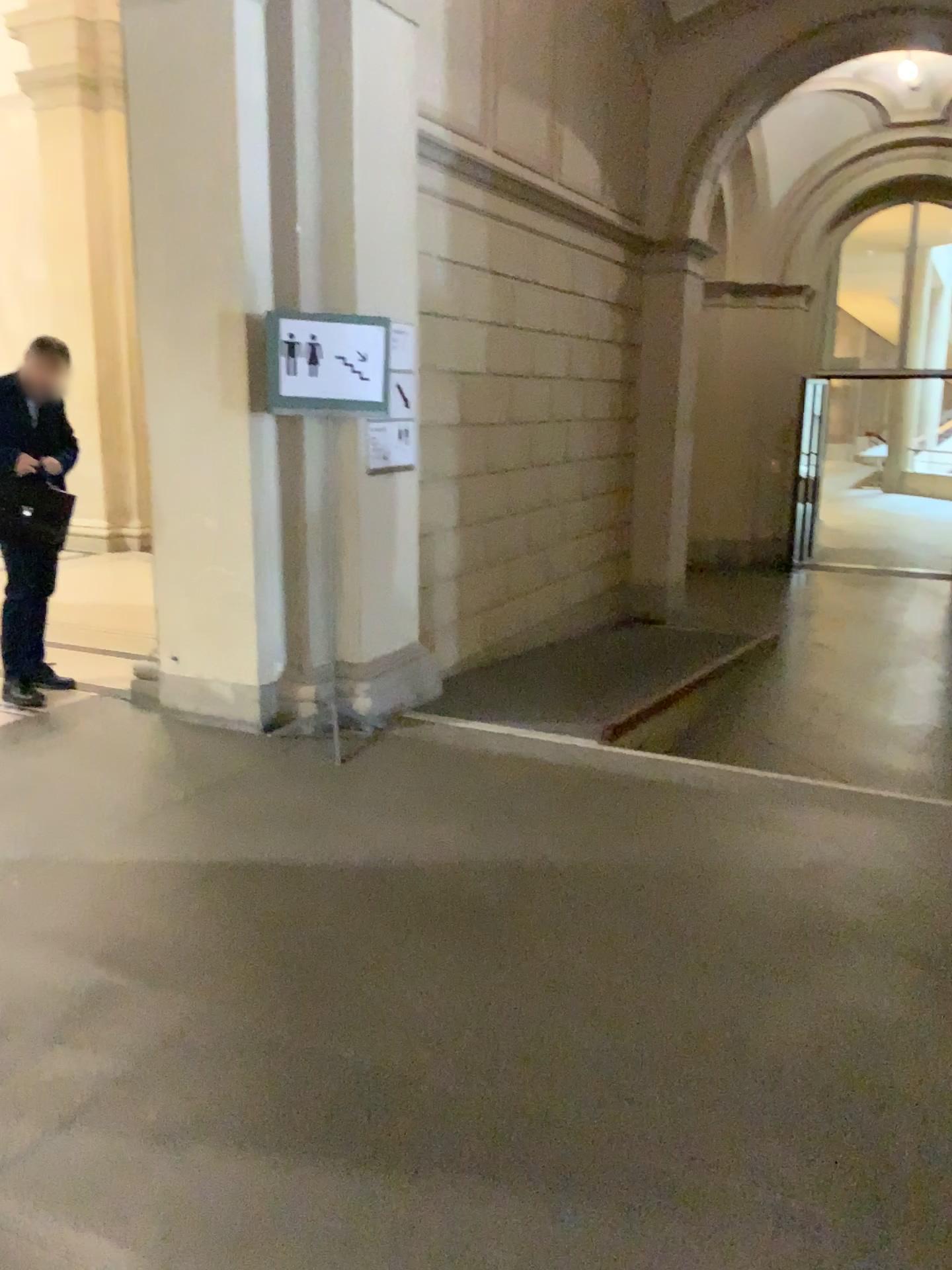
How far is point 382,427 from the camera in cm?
→ 468

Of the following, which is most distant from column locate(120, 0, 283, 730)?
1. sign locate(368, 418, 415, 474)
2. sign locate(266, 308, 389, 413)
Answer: sign locate(368, 418, 415, 474)

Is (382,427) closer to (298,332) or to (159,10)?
(298,332)

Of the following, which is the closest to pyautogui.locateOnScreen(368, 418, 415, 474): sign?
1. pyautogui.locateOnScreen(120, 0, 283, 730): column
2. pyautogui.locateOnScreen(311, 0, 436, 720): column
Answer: pyautogui.locateOnScreen(311, 0, 436, 720): column

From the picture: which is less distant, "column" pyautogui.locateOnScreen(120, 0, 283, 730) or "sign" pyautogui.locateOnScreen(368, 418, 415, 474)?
"column" pyautogui.locateOnScreen(120, 0, 283, 730)

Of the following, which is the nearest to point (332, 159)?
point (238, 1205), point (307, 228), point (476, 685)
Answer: point (307, 228)

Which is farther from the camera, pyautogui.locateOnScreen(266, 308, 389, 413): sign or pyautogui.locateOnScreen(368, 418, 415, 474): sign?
pyautogui.locateOnScreen(368, 418, 415, 474): sign

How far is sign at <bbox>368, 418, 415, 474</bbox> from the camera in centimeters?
467cm

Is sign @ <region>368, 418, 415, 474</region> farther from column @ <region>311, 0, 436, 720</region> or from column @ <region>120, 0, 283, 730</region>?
column @ <region>120, 0, 283, 730</region>

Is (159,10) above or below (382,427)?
above
